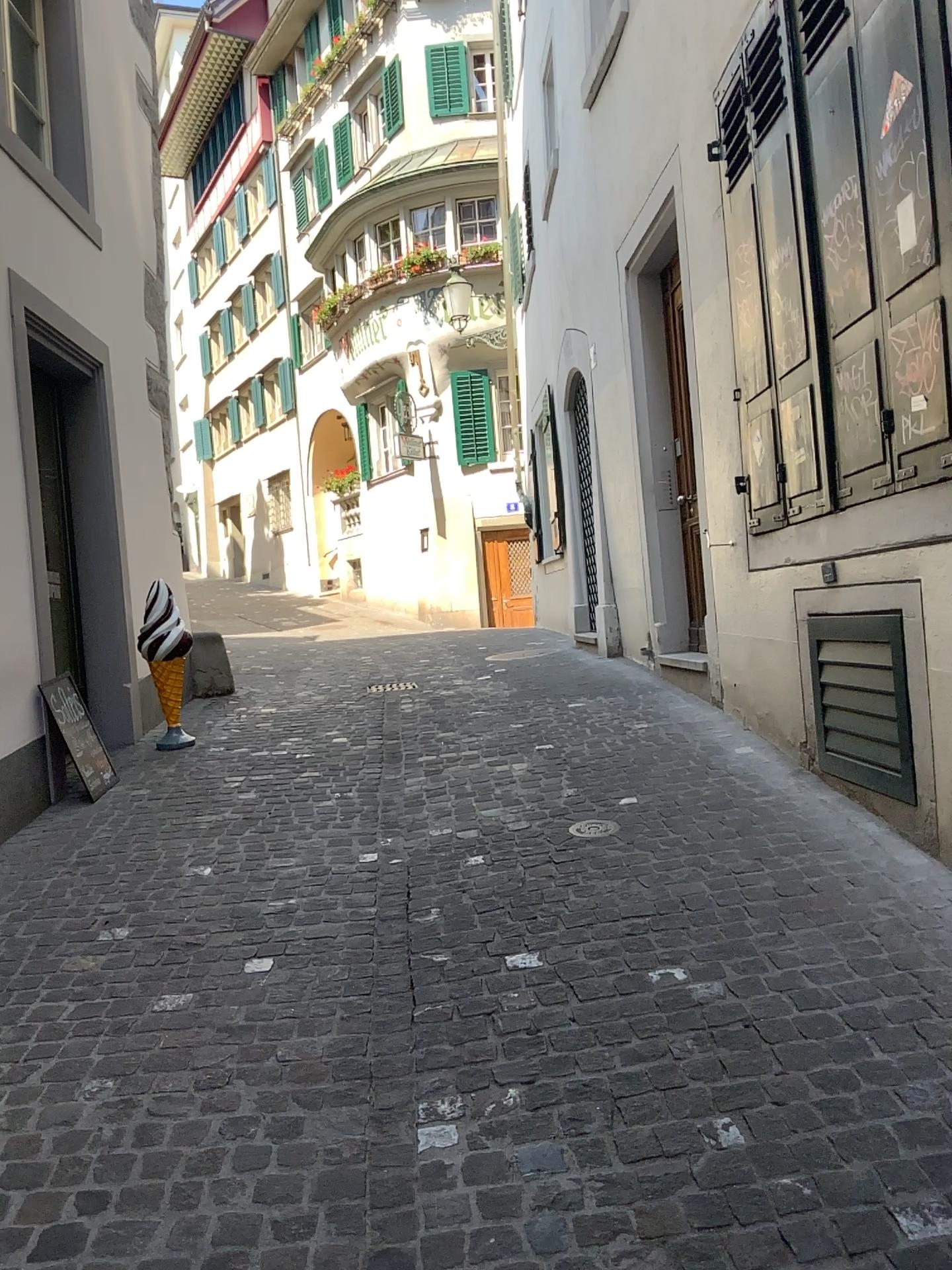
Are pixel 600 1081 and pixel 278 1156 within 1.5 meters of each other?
yes
